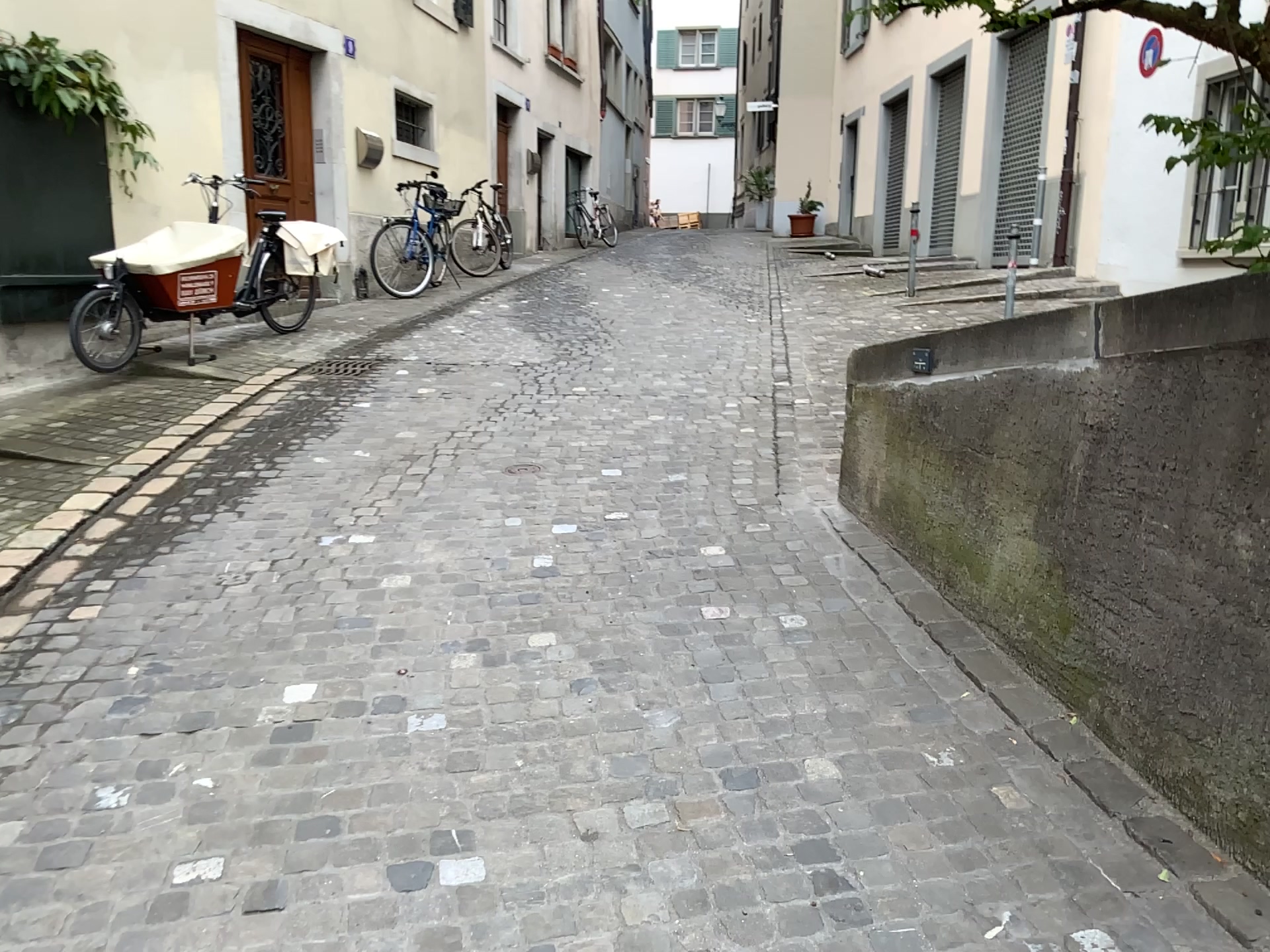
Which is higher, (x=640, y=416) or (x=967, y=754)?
(x=640, y=416)
